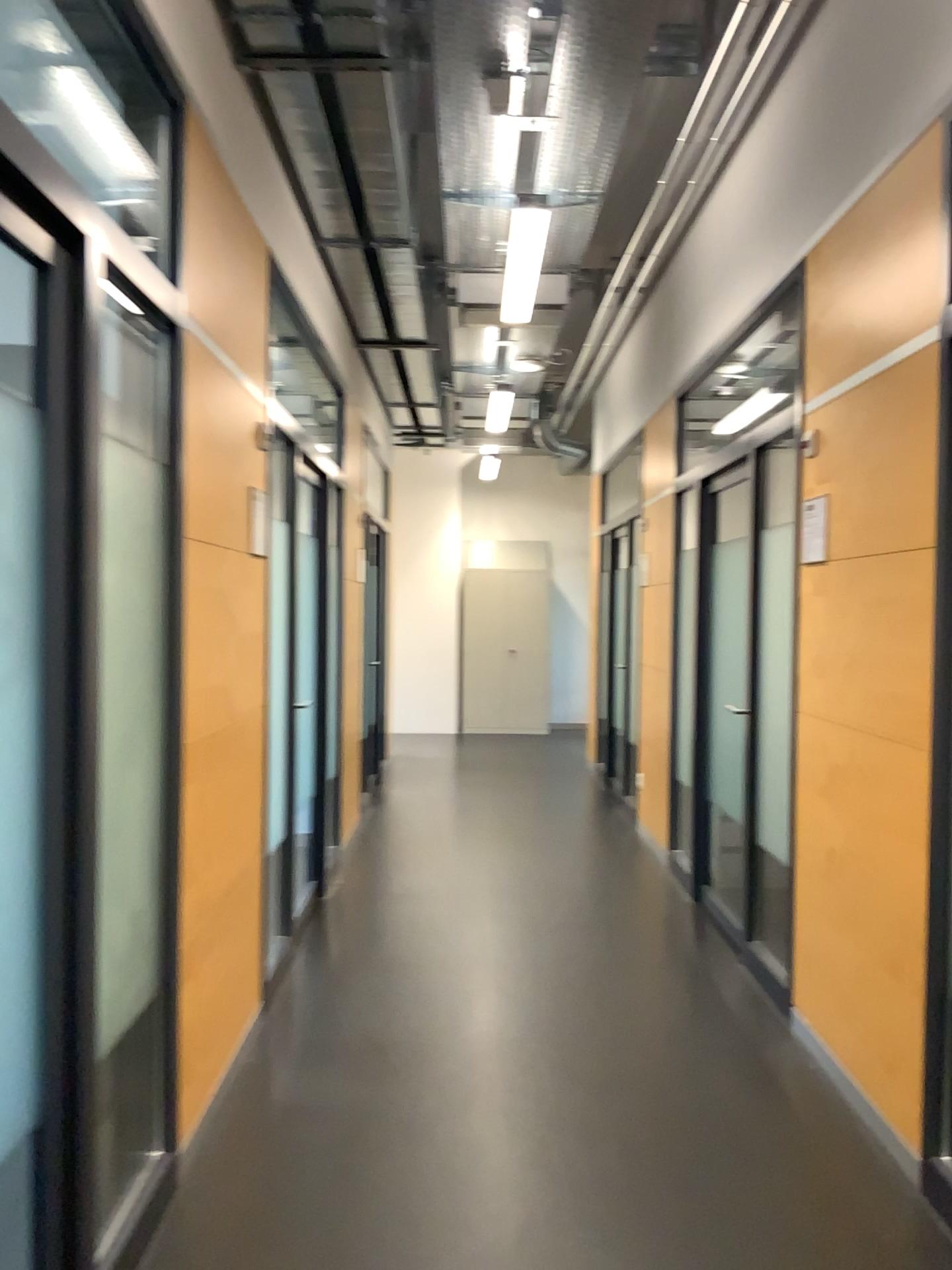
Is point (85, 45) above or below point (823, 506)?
above

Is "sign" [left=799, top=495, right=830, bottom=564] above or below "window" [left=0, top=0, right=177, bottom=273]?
below

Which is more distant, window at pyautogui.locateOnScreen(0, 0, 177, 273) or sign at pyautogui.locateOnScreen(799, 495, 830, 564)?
sign at pyautogui.locateOnScreen(799, 495, 830, 564)

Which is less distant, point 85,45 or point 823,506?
point 85,45

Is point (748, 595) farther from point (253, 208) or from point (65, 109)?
point (65, 109)
